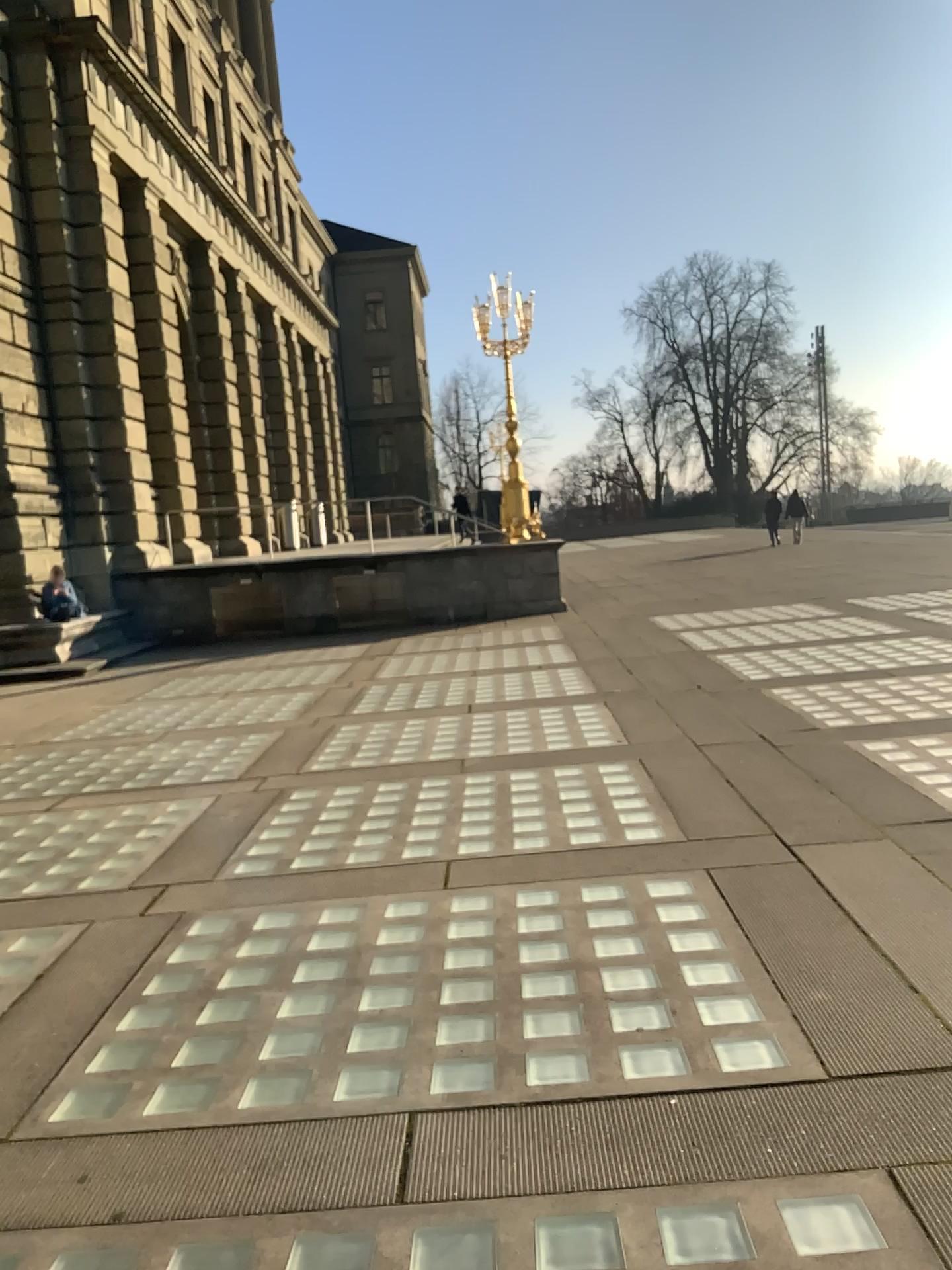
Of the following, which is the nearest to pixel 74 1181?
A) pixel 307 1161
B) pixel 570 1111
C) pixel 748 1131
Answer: pixel 307 1161
